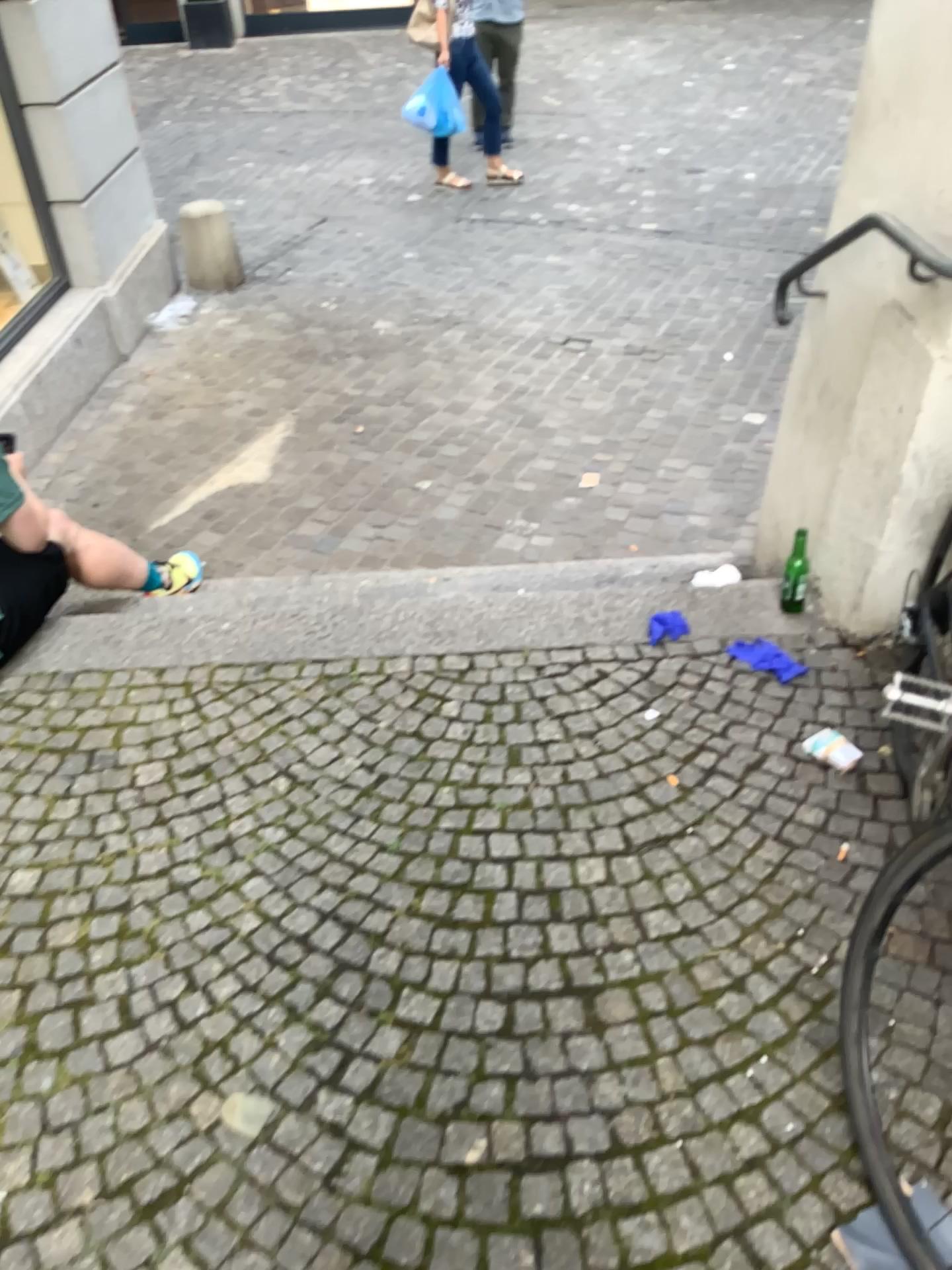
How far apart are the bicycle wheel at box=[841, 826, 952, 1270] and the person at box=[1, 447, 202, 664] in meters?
1.9 m

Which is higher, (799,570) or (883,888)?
(883,888)

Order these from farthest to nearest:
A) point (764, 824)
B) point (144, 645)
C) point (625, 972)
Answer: point (144, 645), point (764, 824), point (625, 972)

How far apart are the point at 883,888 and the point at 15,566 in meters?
2.1

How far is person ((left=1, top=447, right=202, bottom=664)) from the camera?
2.5 meters

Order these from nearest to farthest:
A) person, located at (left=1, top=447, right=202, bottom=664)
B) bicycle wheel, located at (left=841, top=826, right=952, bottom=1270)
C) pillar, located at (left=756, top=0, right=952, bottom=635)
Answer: bicycle wheel, located at (left=841, top=826, right=952, bottom=1270), pillar, located at (left=756, top=0, right=952, bottom=635), person, located at (left=1, top=447, right=202, bottom=664)

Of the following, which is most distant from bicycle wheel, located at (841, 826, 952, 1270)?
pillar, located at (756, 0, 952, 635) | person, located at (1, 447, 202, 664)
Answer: person, located at (1, 447, 202, 664)

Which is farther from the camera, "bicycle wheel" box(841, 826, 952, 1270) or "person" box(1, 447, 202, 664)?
"person" box(1, 447, 202, 664)

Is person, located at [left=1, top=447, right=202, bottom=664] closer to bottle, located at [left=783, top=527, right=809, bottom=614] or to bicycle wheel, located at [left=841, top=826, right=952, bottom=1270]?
bottle, located at [left=783, top=527, right=809, bottom=614]

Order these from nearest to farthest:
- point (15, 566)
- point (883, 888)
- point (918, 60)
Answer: point (883, 888), point (918, 60), point (15, 566)
